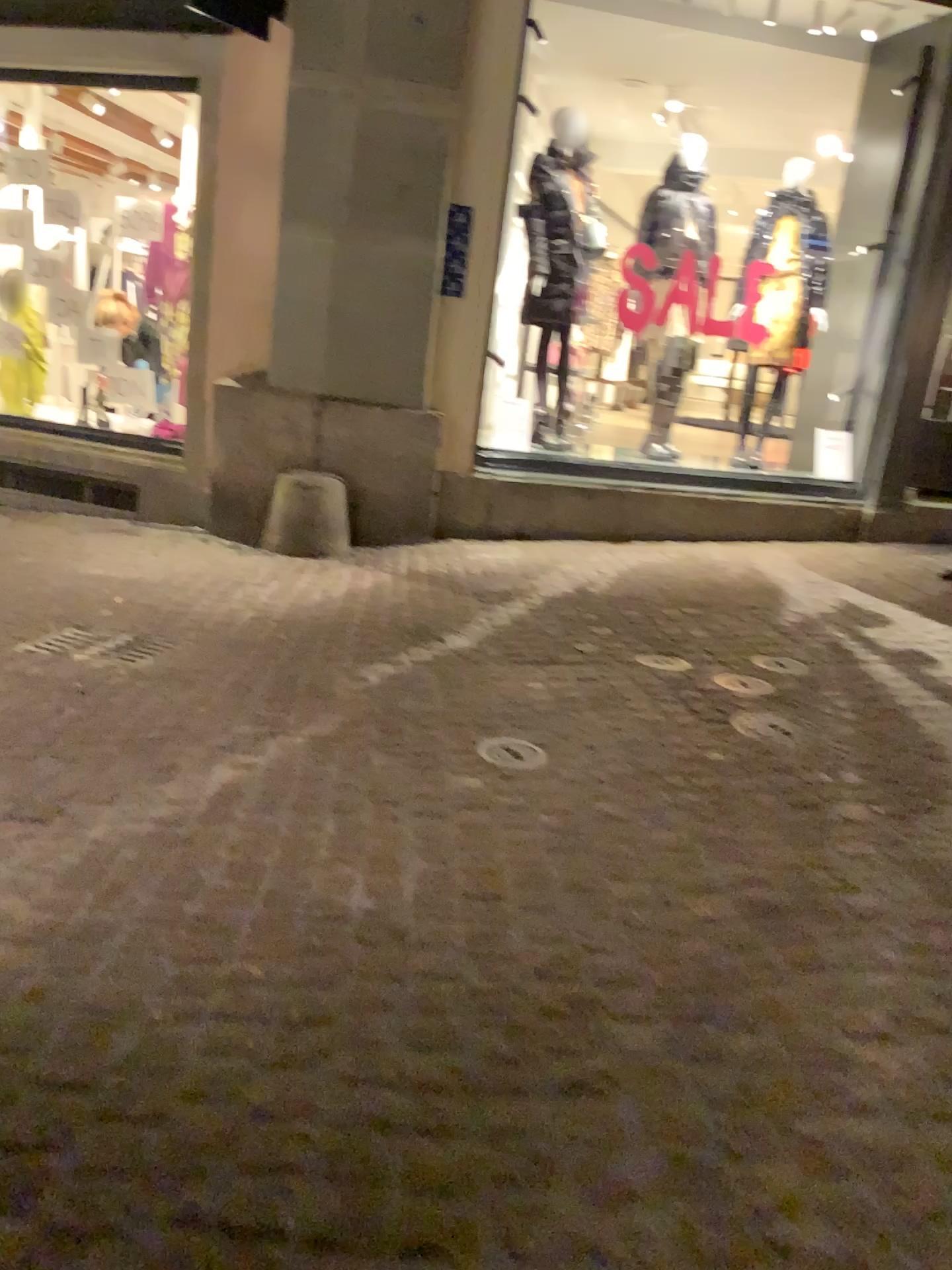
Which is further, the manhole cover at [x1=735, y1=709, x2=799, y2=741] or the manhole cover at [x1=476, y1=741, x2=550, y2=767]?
the manhole cover at [x1=735, y1=709, x2=799, y2=741]

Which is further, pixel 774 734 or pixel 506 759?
pixel 774 734

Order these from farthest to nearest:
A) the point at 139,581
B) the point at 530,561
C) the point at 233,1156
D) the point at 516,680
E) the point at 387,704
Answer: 1. the point at 530,561
2. the point at 139,581
3. the point at 516,680
4. the point at 387,704
5. the point at 233,1156
